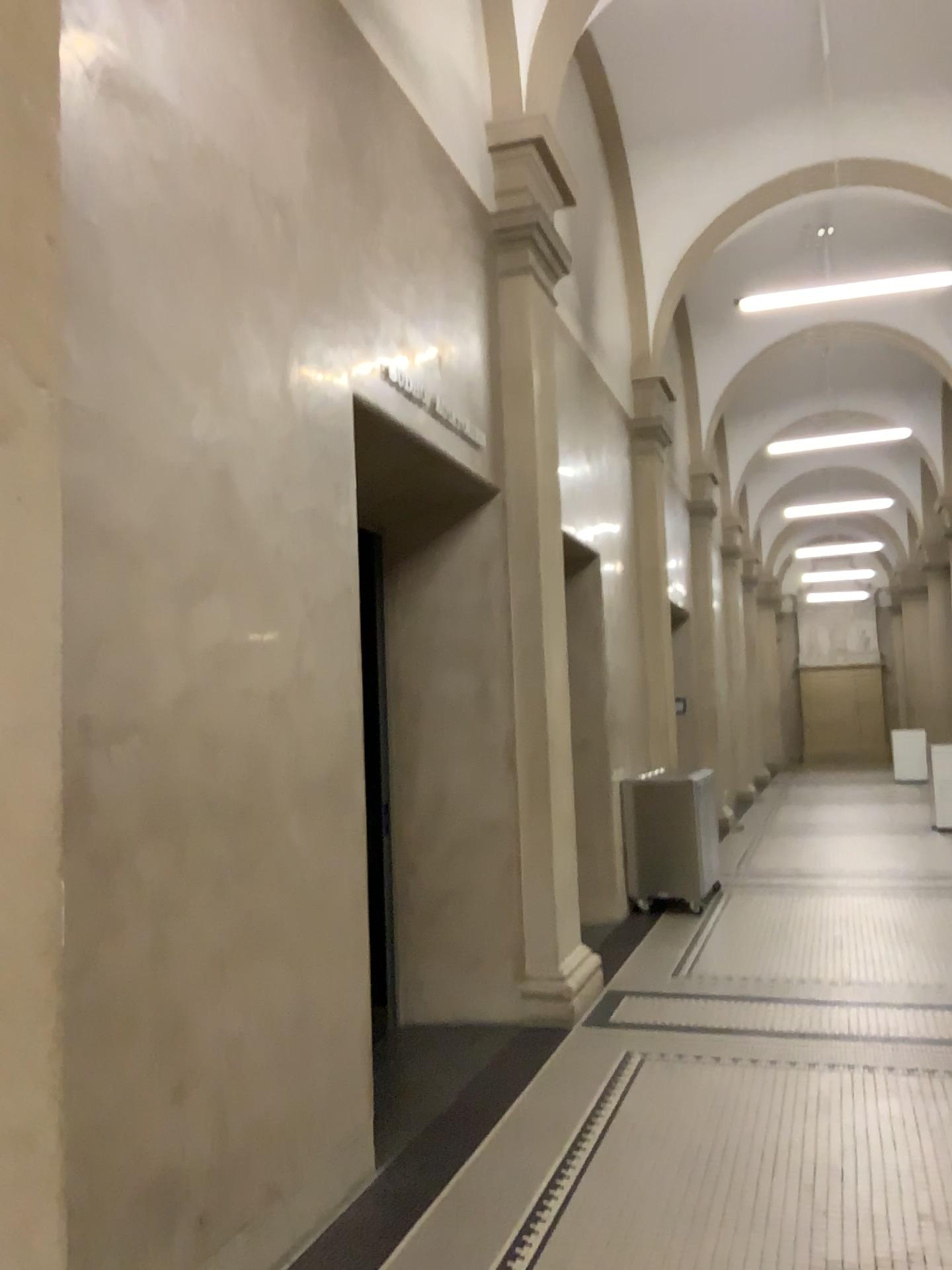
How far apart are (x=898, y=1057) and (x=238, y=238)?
4.14m
